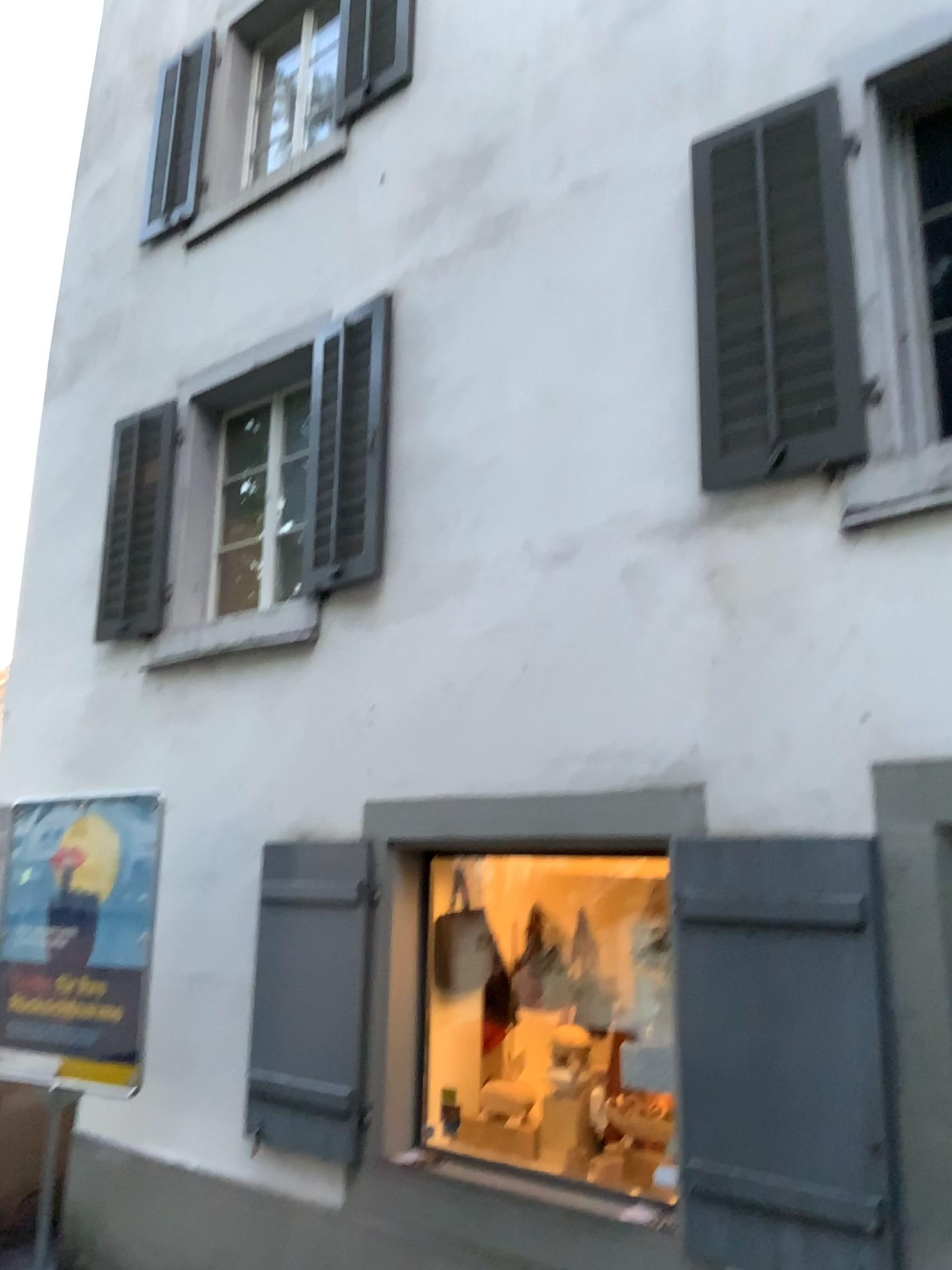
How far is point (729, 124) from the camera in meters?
4.0 m

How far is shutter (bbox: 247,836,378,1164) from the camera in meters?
4.2

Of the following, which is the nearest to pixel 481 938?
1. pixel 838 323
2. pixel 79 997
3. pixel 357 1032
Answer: pixel 357 1032

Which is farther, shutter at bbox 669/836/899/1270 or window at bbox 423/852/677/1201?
window at bbox 423/852/677/1201

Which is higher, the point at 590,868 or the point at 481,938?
the point at 590,868

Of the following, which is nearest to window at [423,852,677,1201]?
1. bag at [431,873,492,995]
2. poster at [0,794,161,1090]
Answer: bag at [431,873,492,995]

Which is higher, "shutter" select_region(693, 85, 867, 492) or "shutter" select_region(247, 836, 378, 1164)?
"shutter" select_region(693, 85, 867, 492)

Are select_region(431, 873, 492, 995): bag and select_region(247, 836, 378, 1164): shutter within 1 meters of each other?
yes

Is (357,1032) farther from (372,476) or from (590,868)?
(372,476)

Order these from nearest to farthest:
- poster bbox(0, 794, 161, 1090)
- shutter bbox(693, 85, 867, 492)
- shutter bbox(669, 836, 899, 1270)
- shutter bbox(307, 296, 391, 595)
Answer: shutter bbox(669, 836, 899, 1270)
shutter bbox(693, 85, 867, 492)
poster bbox(0, 794, 161, 1090)
shutter bbox(307, 296, 391, 595)
